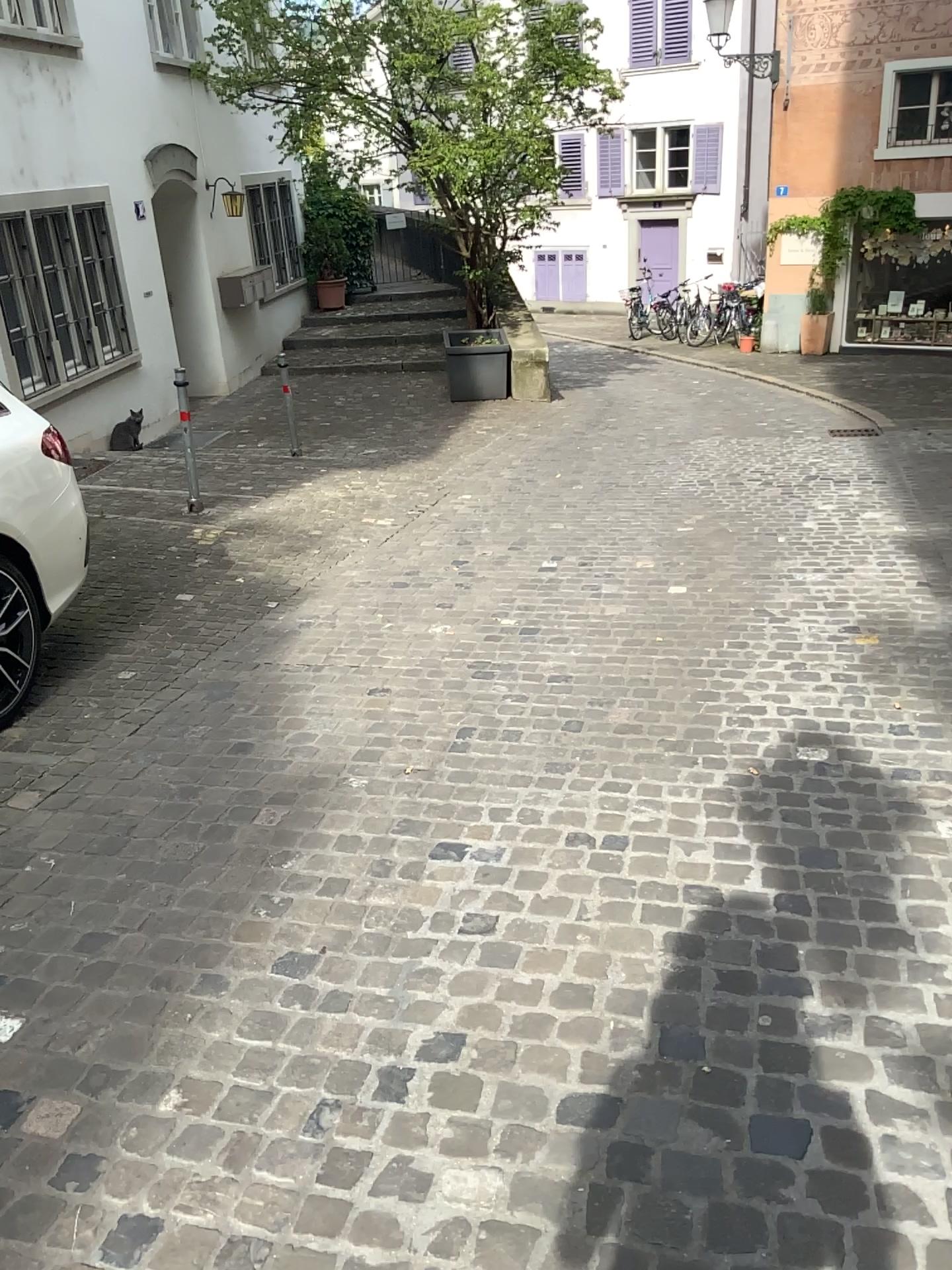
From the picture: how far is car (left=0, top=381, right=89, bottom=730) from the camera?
3.8m

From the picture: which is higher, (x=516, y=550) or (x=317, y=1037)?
(x=317, y=1037)

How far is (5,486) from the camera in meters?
3.8
